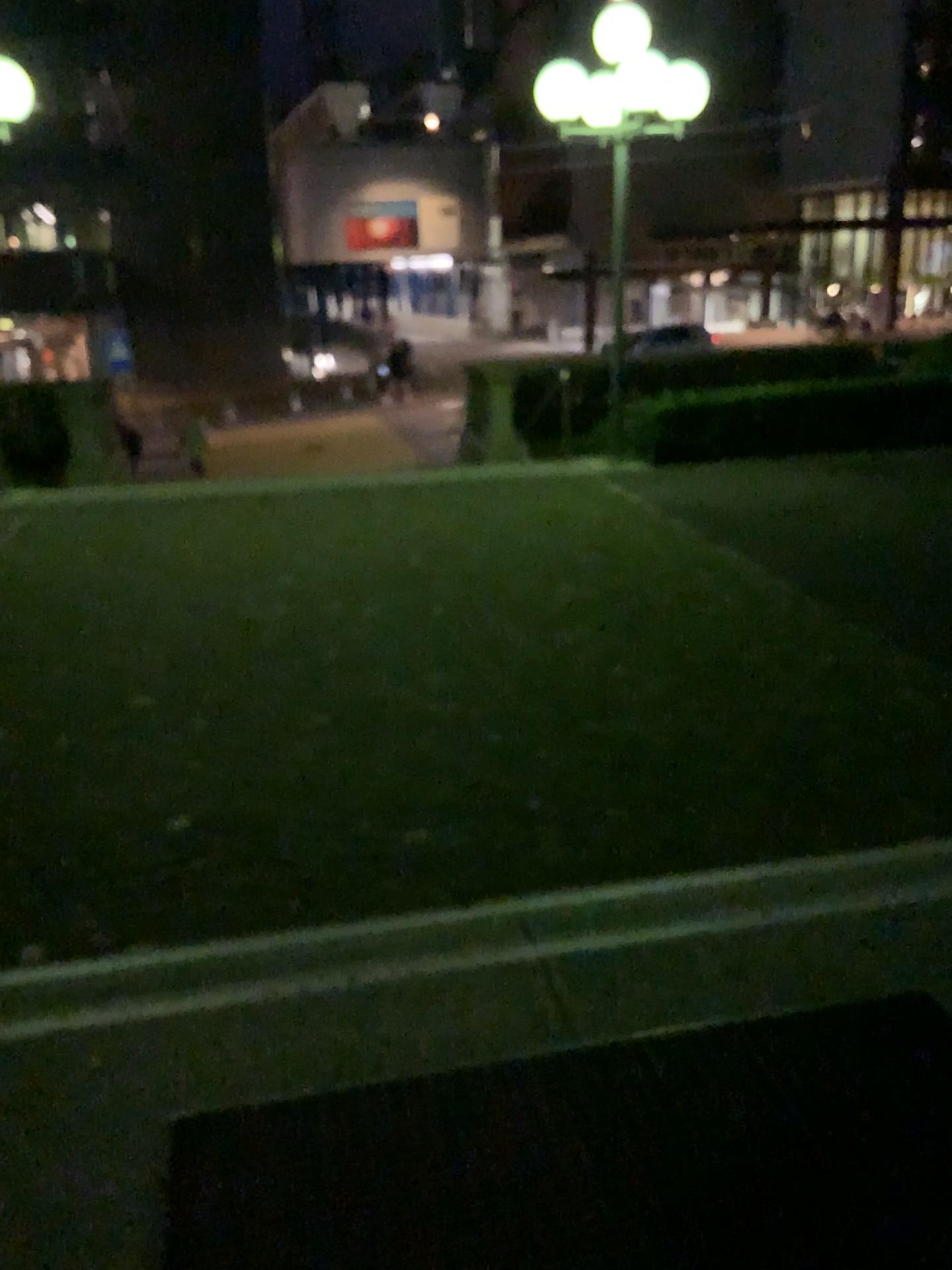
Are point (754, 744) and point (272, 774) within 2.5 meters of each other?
yes
